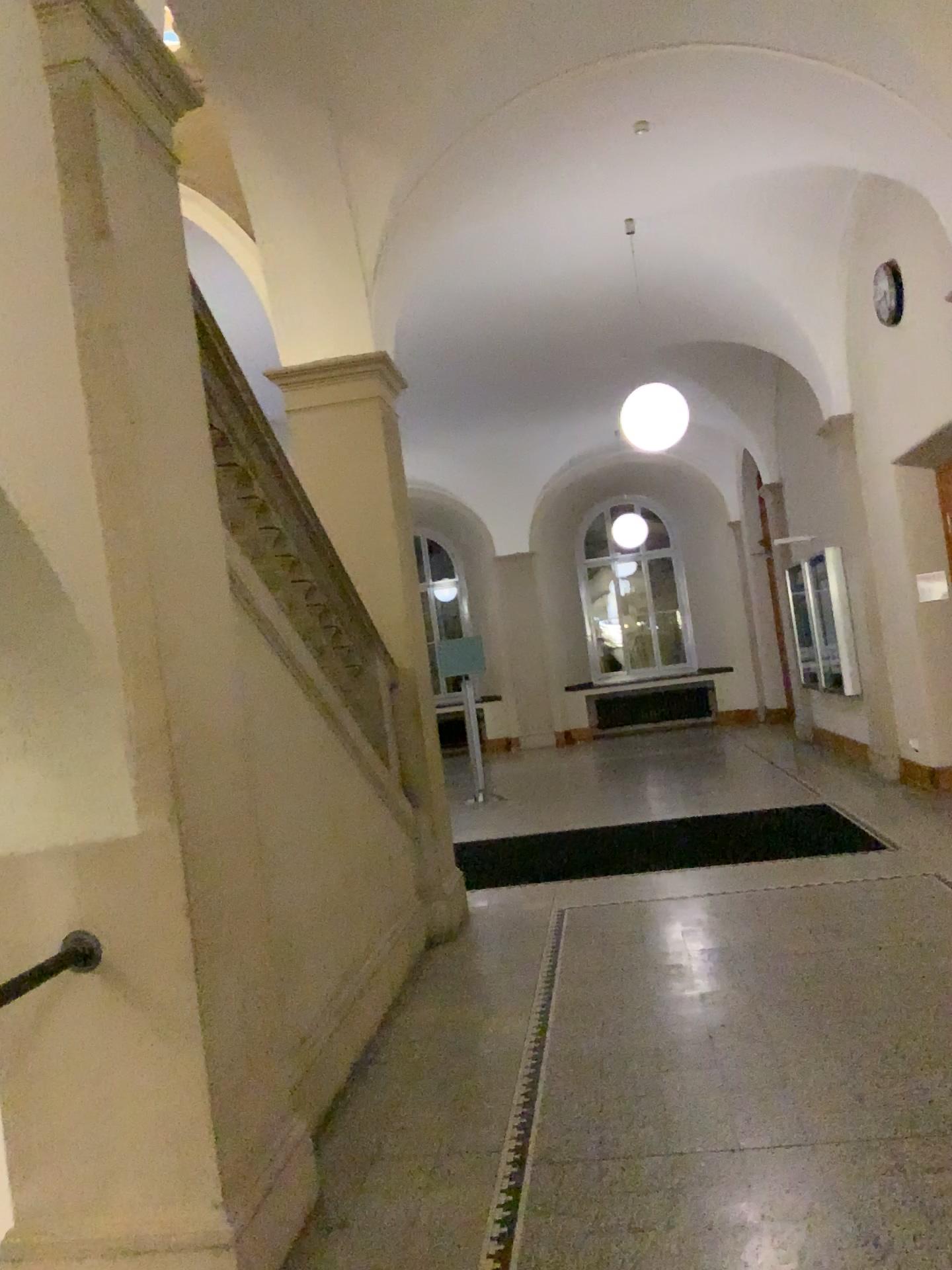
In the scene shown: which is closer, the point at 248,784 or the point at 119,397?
the point at 119,397

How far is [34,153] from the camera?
2.4 meters

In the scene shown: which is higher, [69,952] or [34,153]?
[34,153]

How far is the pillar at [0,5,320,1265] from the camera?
2.4 meters
